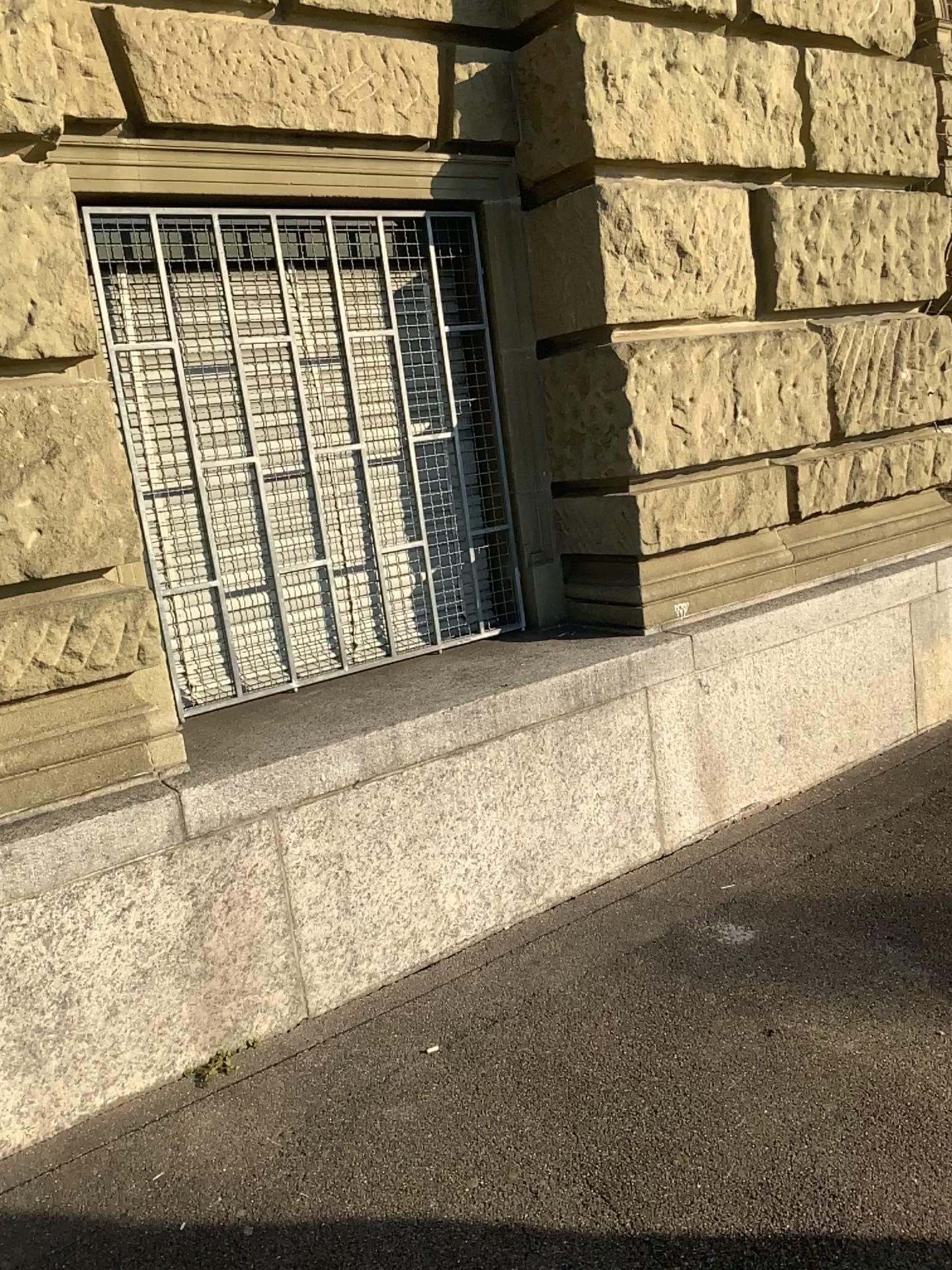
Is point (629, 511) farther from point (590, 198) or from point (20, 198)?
point (20, 198)

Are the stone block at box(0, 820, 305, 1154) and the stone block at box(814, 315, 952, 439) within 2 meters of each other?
no

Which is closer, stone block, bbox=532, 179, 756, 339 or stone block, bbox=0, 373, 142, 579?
stone block, bbox=0, 373, 142, 579

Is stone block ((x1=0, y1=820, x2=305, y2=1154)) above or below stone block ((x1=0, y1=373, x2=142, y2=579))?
below

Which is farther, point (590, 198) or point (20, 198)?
point (590, 198)

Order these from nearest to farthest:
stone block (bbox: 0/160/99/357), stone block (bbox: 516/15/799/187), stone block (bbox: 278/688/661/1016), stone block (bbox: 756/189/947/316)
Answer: stone block (bbox: 0/160/99/357)
stone block (bbox: 278/688/661/1016)
stone block (bbox: 516/15/799/187)
stone block (bbox: 756/189/947/316)

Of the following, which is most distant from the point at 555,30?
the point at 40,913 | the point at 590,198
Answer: the point at 40,913

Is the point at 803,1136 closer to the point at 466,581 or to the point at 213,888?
the point at 213,888

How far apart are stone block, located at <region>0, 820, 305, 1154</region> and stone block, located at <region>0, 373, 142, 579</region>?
0.7m

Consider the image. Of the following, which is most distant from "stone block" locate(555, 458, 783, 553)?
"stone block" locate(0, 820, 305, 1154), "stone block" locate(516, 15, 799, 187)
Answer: "stone block" locate(0, 820, 305, 1154)
